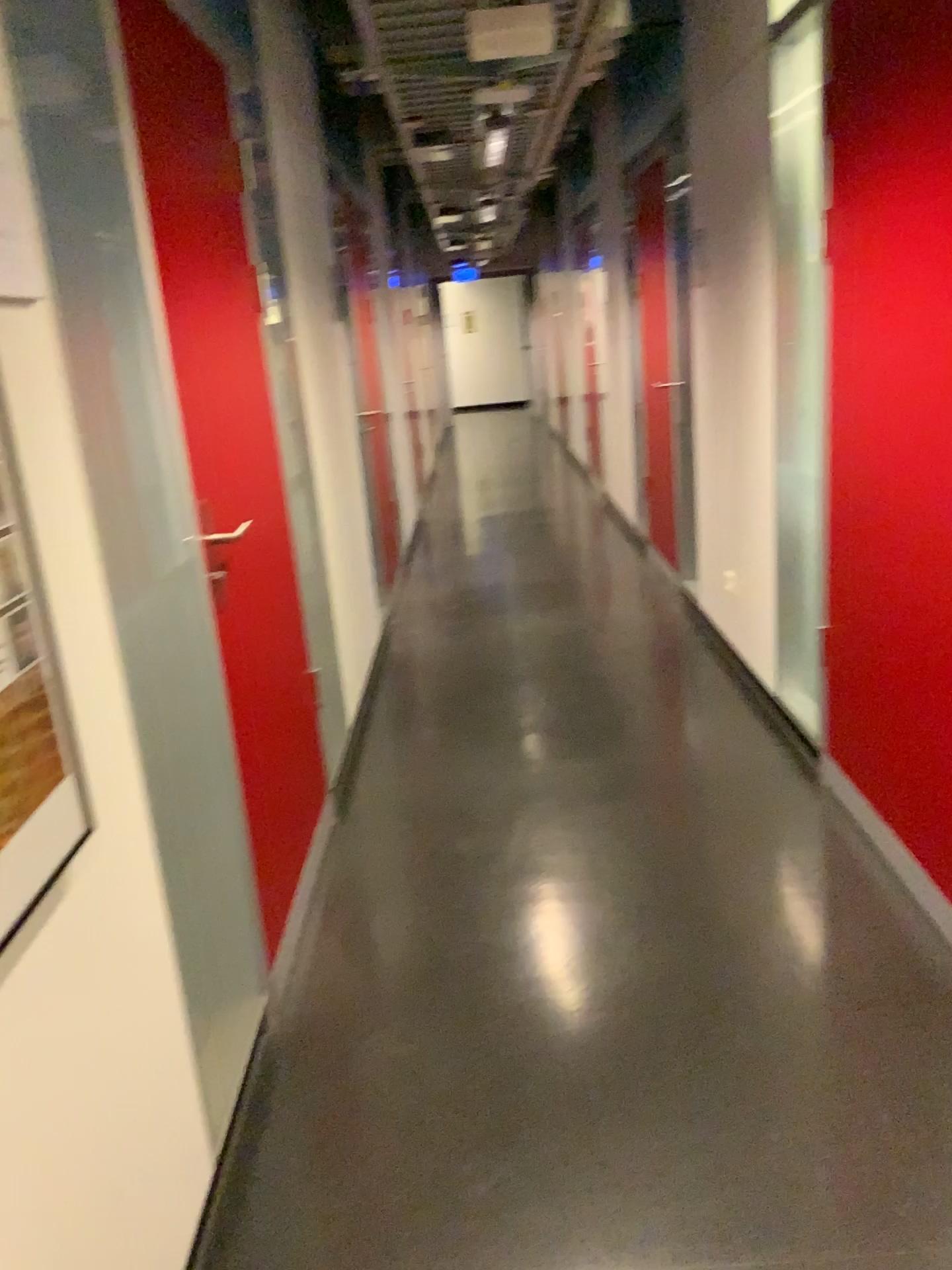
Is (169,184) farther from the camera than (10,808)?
Yes

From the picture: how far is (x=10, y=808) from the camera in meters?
1.0

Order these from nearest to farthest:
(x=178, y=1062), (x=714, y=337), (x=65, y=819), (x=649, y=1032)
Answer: (x=65, y=819) → (x=178, y=1062) → (x=649, y=1032) → (x=714, y=337)

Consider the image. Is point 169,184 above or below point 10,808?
above

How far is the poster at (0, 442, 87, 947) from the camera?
1.05m

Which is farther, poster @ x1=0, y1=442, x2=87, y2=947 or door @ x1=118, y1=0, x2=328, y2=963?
door @ x1=118, y1=0, x2=328, y2=963
